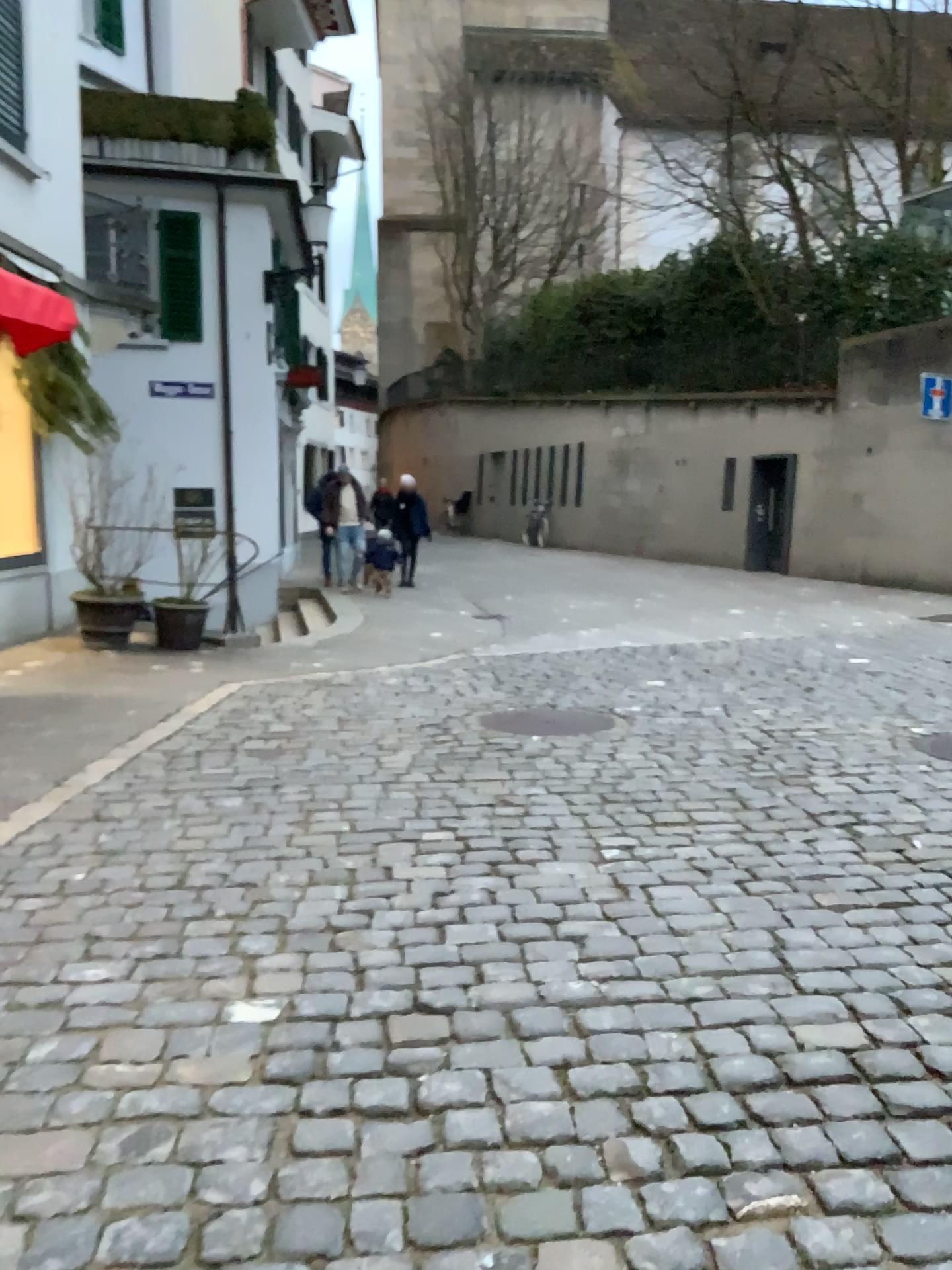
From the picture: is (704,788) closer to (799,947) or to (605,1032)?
(799,947)
